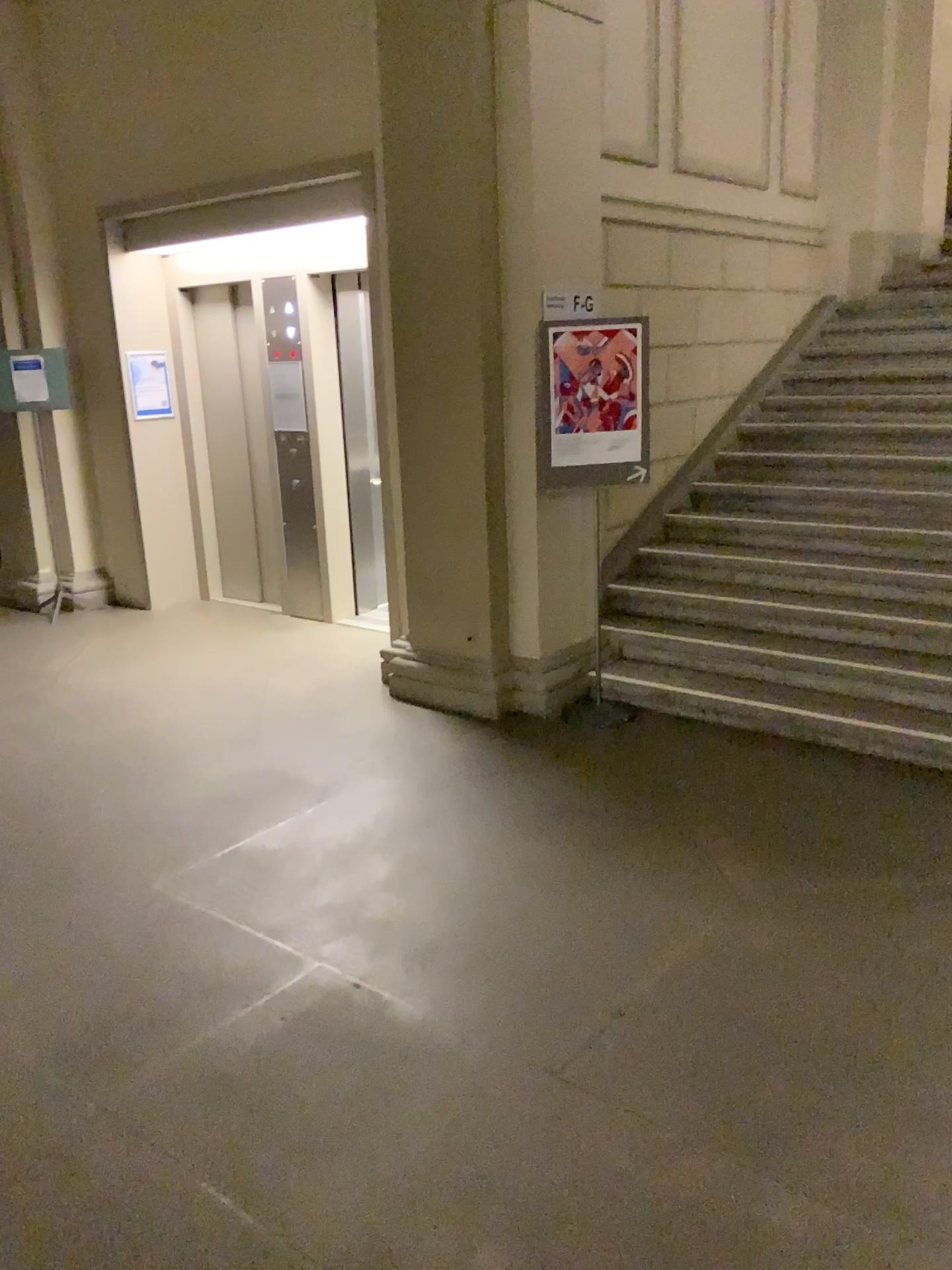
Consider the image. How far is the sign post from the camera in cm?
461

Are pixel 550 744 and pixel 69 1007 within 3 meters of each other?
yes

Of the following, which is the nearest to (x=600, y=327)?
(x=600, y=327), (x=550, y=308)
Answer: (x=600, y=327)

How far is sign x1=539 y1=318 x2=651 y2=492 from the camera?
4.6 meters

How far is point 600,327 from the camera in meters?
4.6 m

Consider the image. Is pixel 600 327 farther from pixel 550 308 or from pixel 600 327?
pixel 550 308
